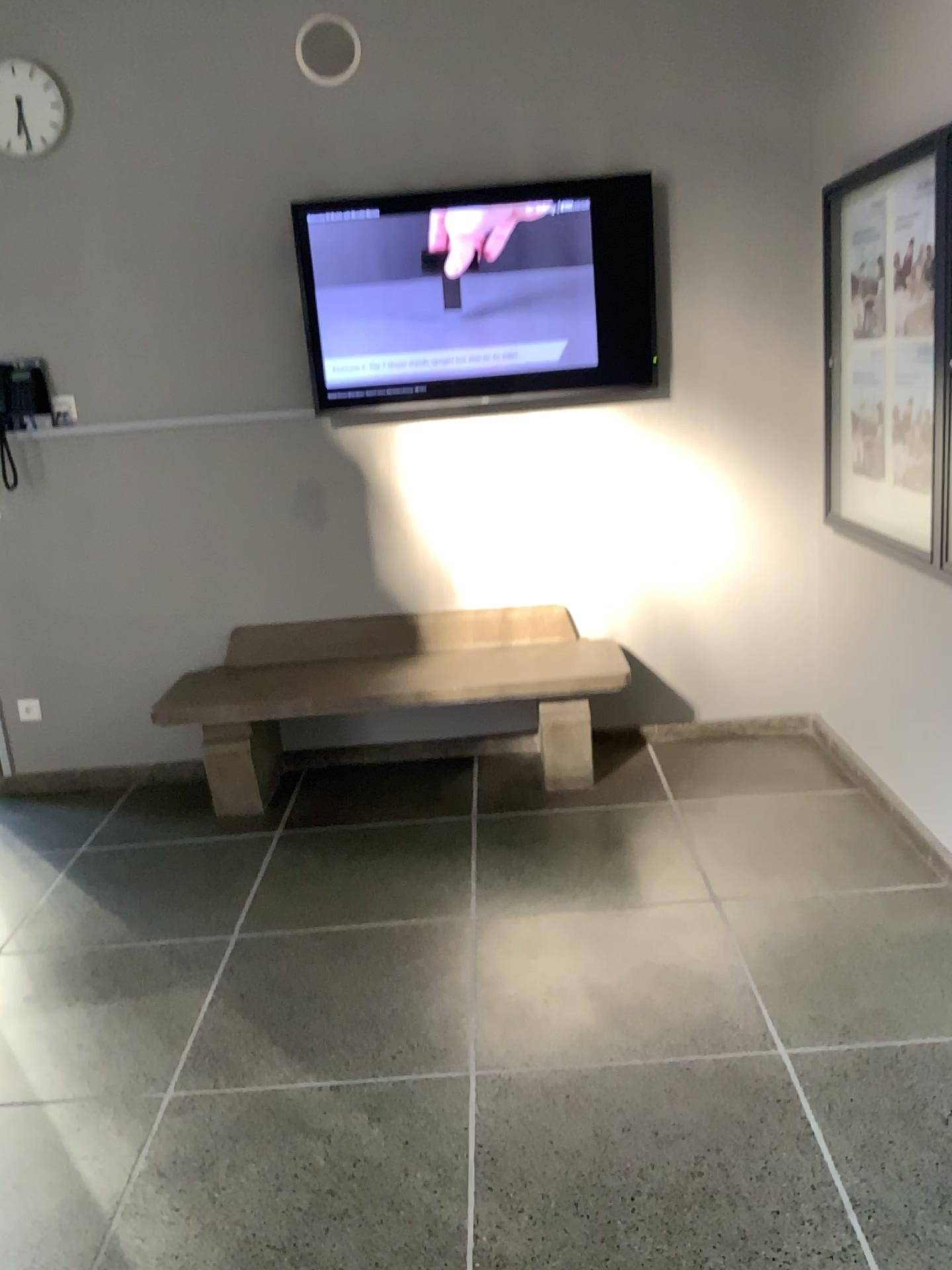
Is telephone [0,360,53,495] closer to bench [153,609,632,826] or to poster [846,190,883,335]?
bench [153,609,632,826]

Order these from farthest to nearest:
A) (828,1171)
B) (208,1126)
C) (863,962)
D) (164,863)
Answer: (164,863) → (863,962) → (208,1126) → (828,1171)

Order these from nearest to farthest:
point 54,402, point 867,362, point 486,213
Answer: point 867,362 < point 486,213 < point 54,402

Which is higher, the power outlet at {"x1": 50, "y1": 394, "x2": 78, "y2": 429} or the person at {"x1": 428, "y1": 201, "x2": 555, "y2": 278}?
the person at {"x1": 428, "y1": 201, "x2": 555, "y2": 278}

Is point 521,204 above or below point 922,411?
above

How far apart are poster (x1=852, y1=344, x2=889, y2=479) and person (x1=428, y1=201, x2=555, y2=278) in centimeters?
122cm

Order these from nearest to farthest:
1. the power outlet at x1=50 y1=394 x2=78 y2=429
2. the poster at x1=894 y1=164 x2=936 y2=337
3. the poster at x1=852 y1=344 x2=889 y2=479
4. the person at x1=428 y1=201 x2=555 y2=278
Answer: the poster at x1=894 y1=164 x2=936 y2=337 < the poster at x1=852 y1=344 x2=889 y2=479 < the person at x1=428 y1=201 x2=555 y2=278 < the power outlet at x1=50 y1=394 x2=78 y2=429

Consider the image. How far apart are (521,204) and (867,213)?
1.2m

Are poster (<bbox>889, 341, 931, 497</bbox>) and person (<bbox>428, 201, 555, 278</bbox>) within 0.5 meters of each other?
no

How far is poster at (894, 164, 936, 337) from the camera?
2.89m
